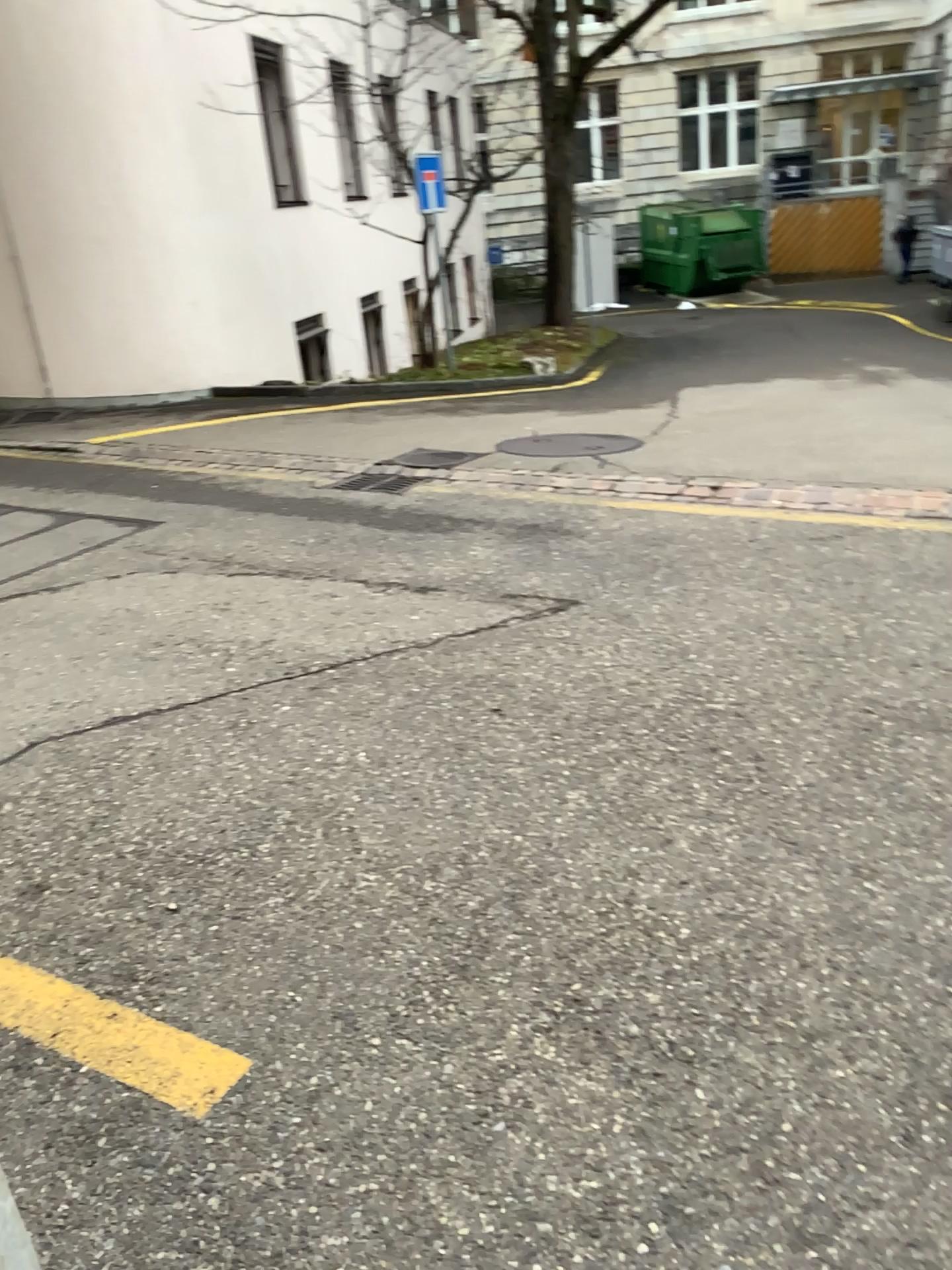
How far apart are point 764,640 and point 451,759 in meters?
1.3 m
